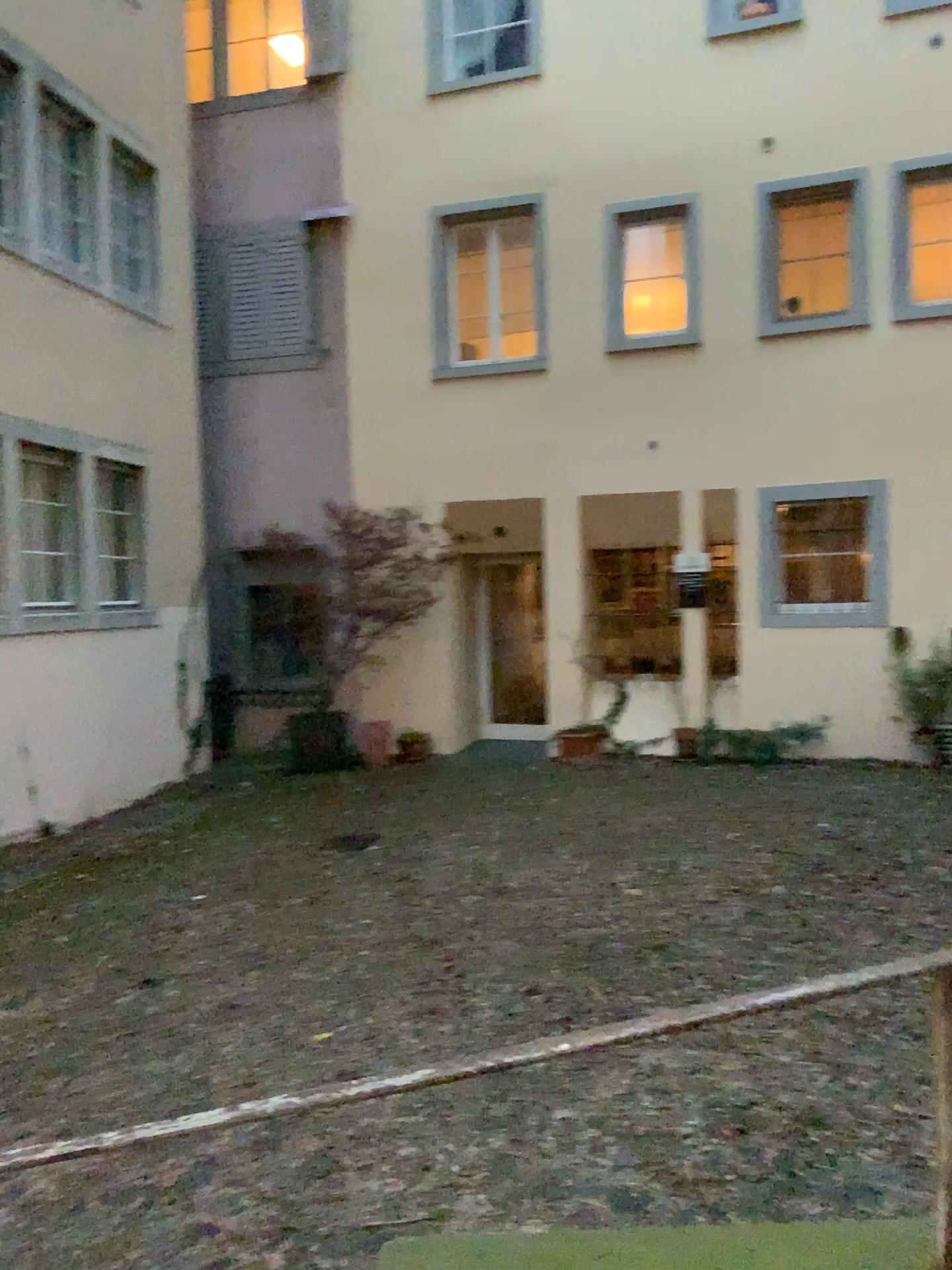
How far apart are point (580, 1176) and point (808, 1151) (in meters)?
0.65
